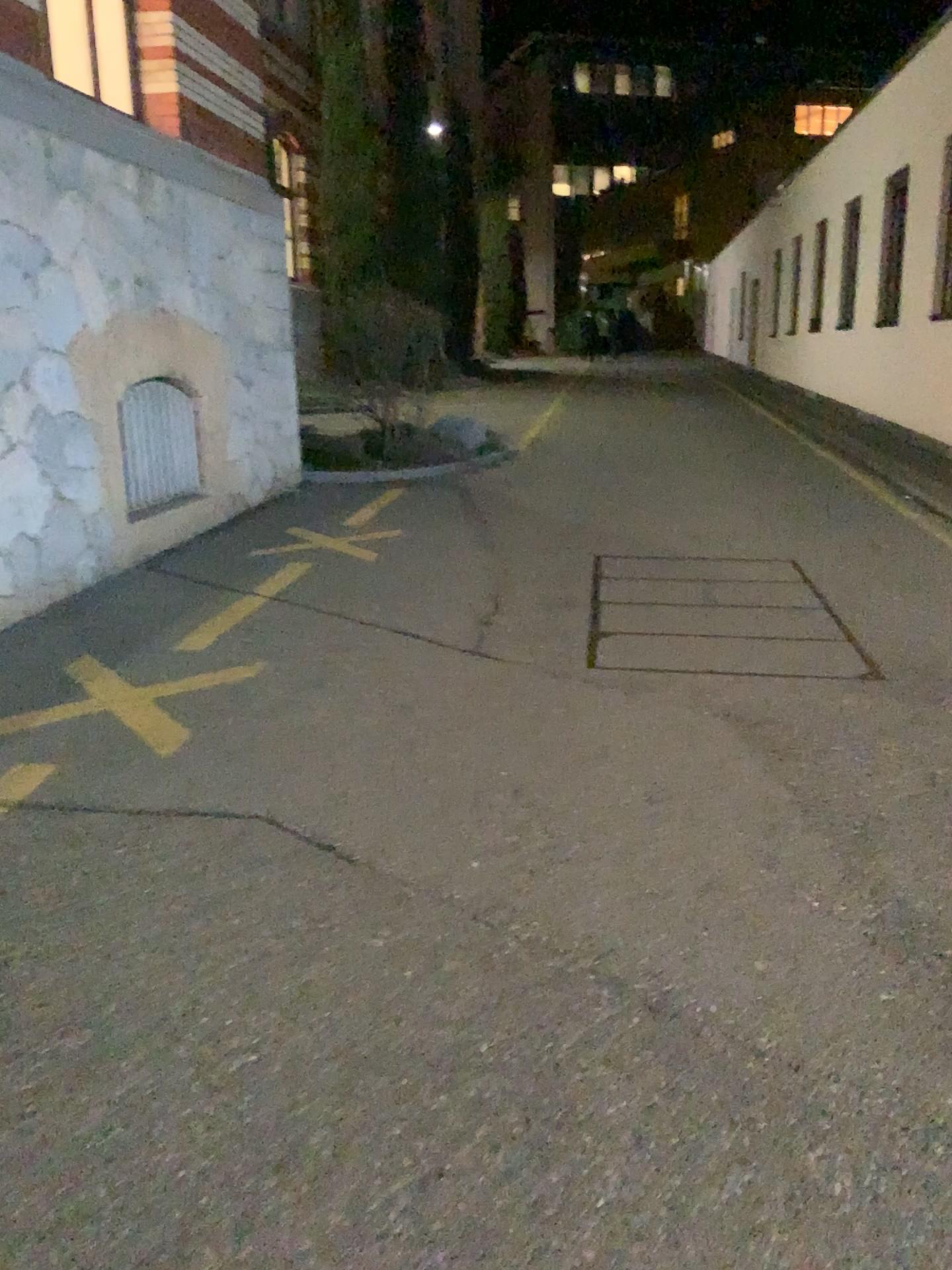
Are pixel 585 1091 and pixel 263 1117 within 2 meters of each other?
yes
